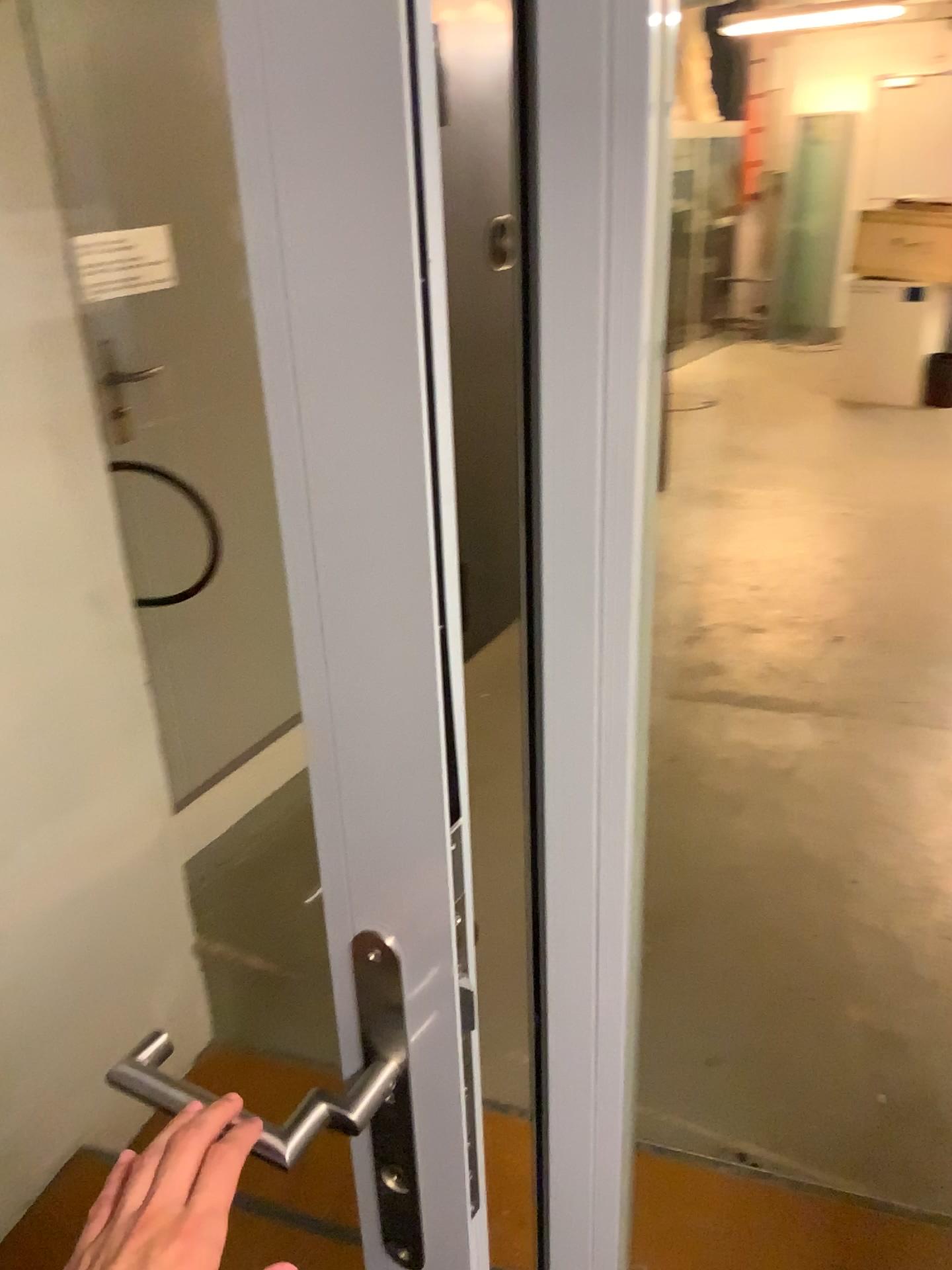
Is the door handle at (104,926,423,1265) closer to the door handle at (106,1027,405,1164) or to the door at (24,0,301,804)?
the door handle at (106,1027,405,1164)

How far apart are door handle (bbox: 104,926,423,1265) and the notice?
1.93m

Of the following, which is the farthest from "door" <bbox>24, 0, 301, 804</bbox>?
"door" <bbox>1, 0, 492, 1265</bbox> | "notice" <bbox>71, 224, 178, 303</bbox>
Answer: "door" <bbox>1, 0, 492, 1265</bbox>

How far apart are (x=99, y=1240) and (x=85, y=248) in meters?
2.1

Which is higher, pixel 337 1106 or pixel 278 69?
pixel 278 69

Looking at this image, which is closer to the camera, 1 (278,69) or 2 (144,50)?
1 (278,69)

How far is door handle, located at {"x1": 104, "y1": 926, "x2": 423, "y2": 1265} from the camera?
0.63m

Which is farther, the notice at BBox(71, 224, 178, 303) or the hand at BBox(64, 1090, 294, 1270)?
the notice at BBox(71, 224, 178, 303)

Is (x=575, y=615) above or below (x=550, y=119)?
below

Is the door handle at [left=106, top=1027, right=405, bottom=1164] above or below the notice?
below
